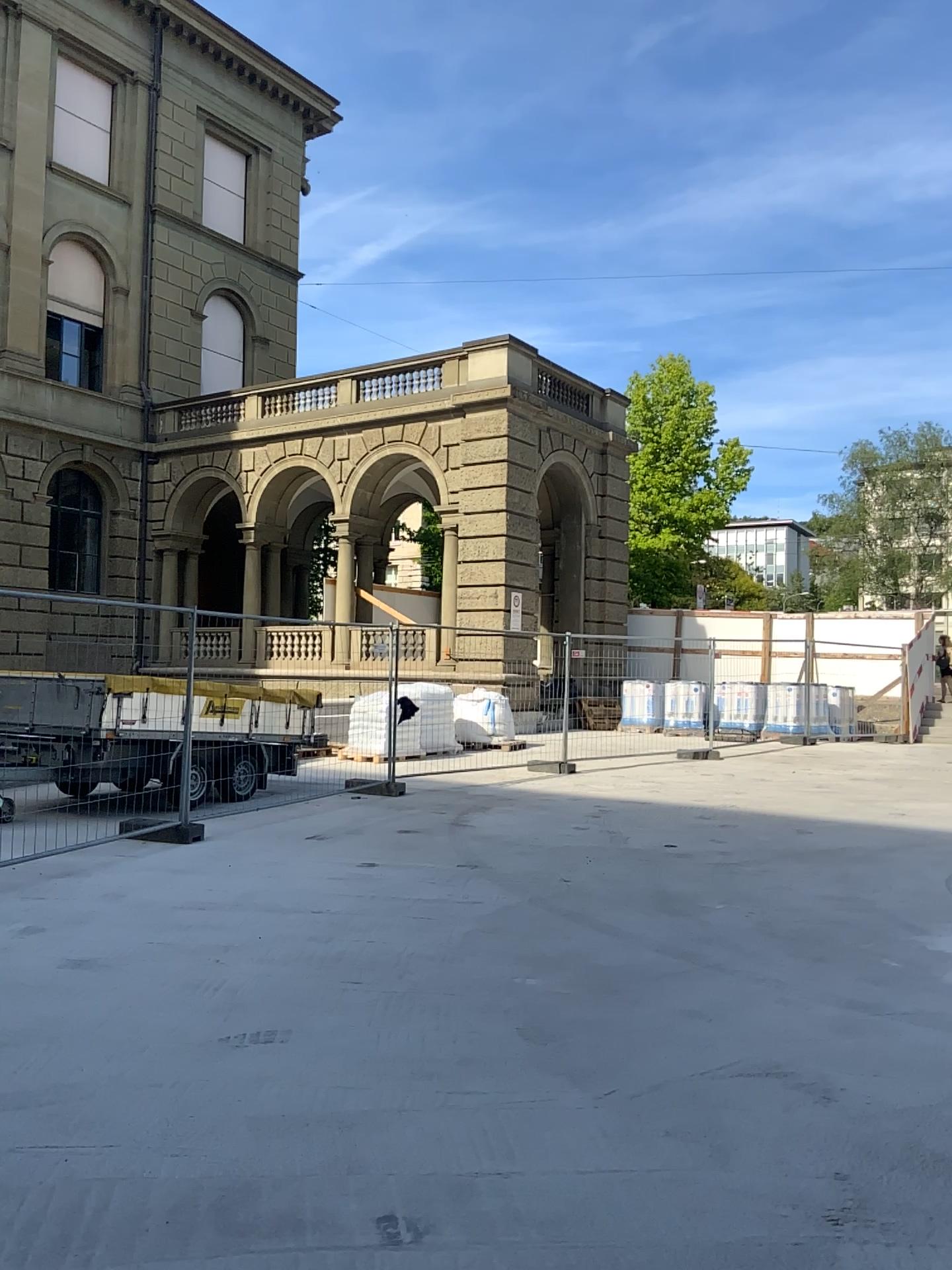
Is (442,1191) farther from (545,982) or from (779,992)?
(779,992)
